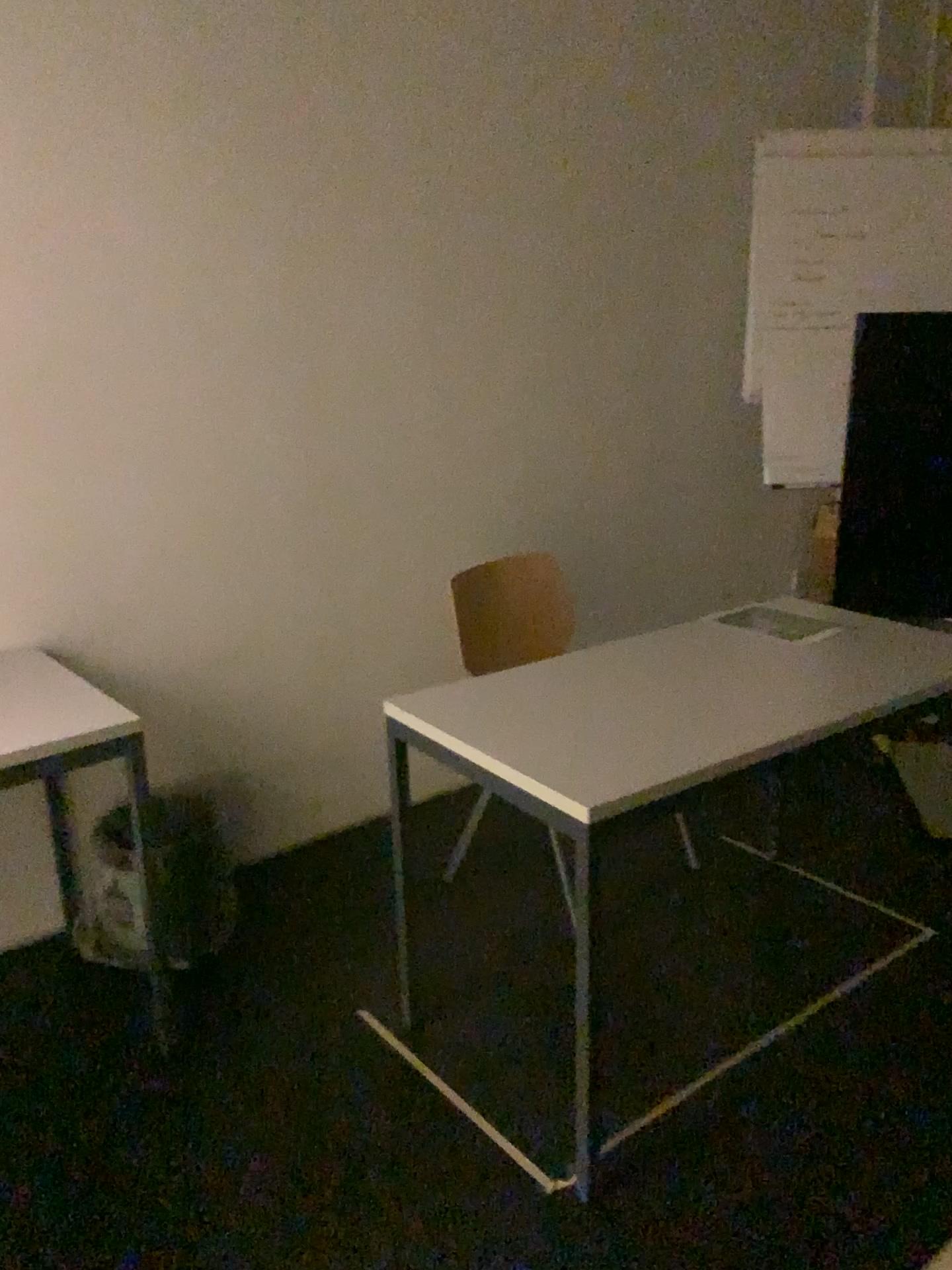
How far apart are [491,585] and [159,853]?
1.05m

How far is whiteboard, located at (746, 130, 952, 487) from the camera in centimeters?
329cm

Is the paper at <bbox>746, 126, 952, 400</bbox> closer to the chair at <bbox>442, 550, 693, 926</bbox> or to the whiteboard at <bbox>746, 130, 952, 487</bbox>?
the whiteboard at <bbox>746, 130, 952, 487</bbox>

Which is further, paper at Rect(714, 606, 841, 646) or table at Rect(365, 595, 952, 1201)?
paper at Rect(714, 606, 841, 646)

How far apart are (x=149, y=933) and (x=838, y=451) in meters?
2.4

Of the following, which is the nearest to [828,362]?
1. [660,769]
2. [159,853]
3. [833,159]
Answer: [833,159]

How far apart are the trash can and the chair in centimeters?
79cm

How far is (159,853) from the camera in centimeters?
239cm

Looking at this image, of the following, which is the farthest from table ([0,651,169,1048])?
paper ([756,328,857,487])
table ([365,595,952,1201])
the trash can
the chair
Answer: paper ([756,328,857,487])

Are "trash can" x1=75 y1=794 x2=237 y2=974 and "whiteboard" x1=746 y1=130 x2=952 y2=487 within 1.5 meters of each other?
no
